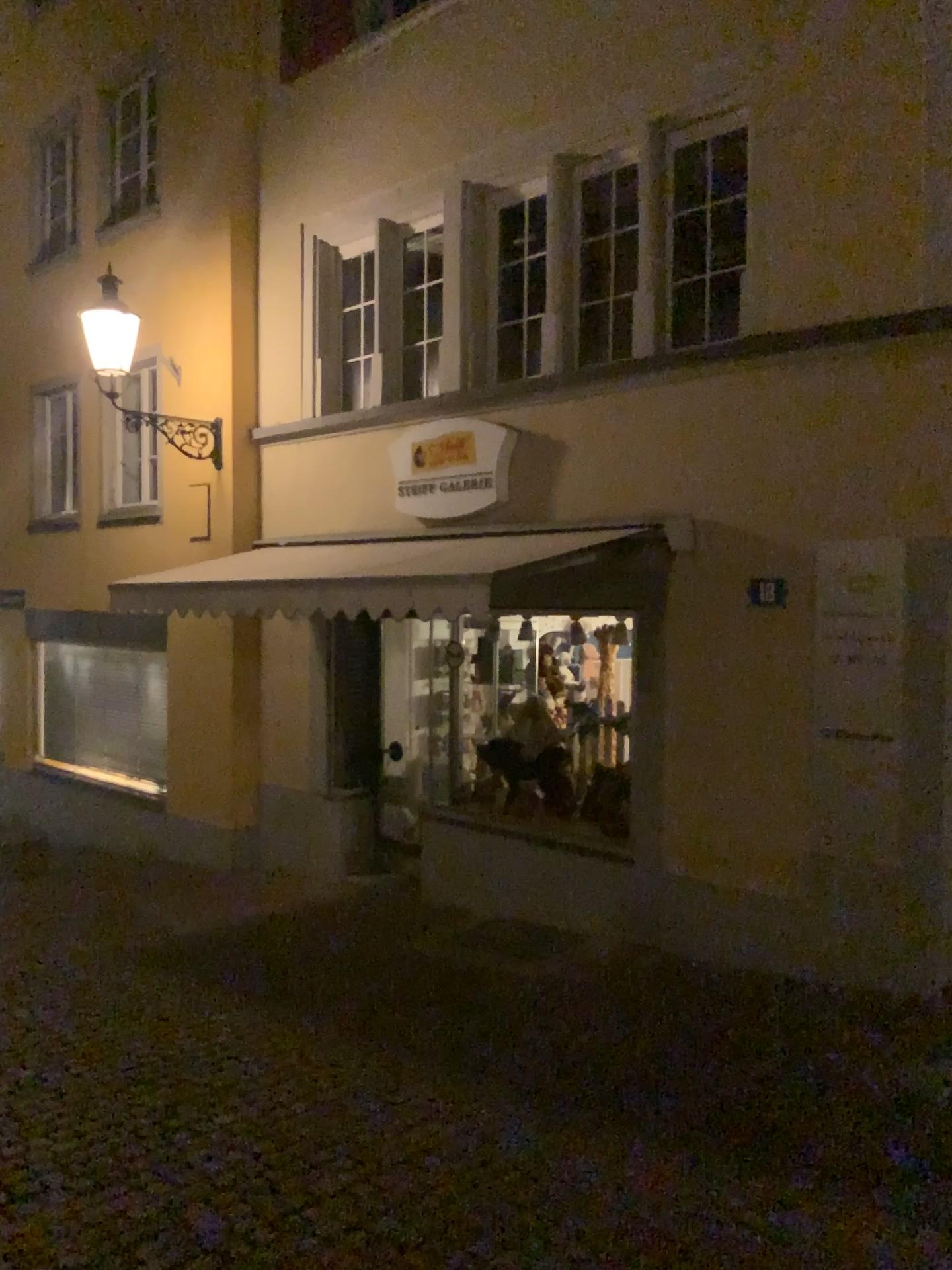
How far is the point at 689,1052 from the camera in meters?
4.8
